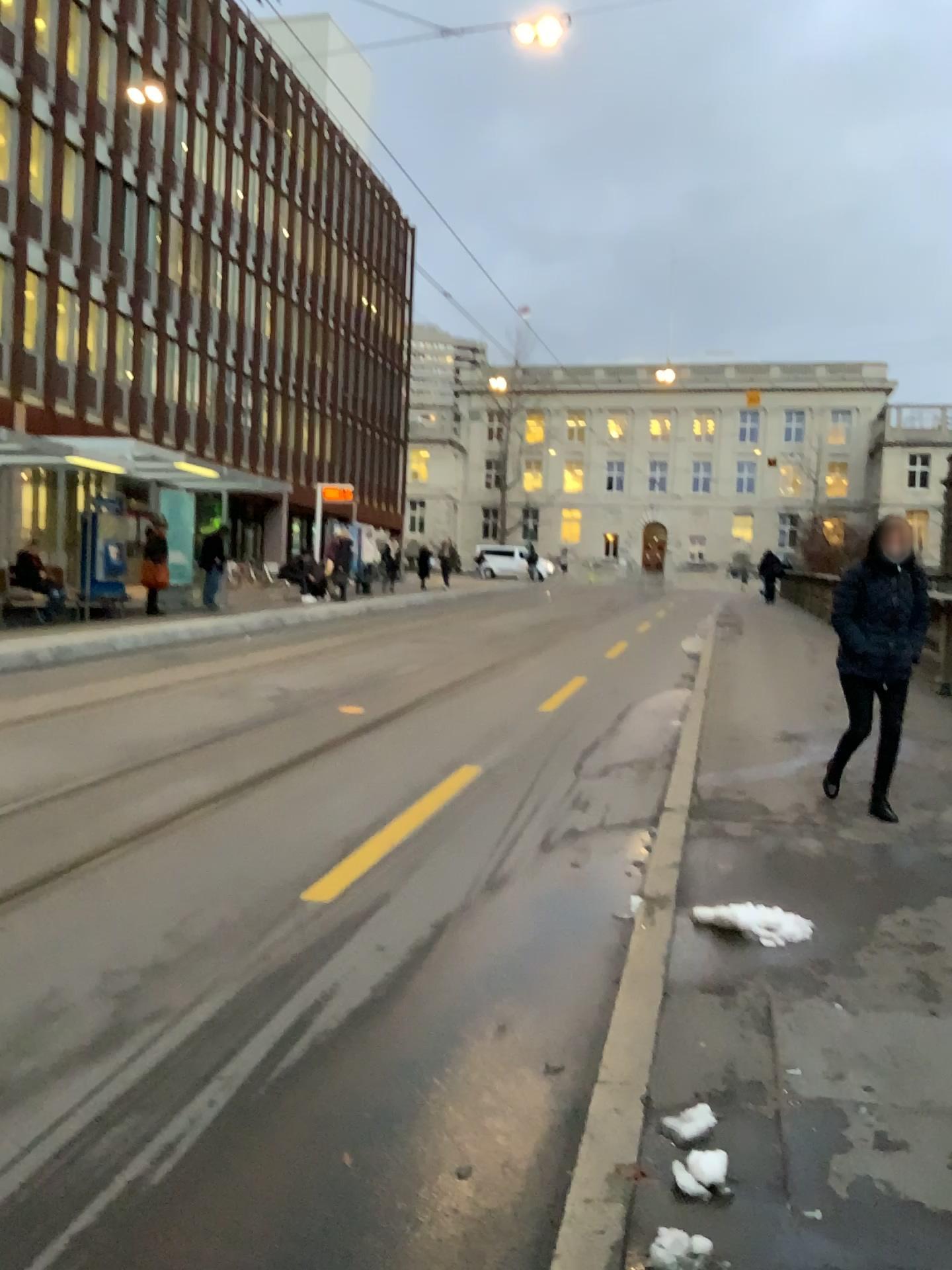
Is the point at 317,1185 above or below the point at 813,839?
below
